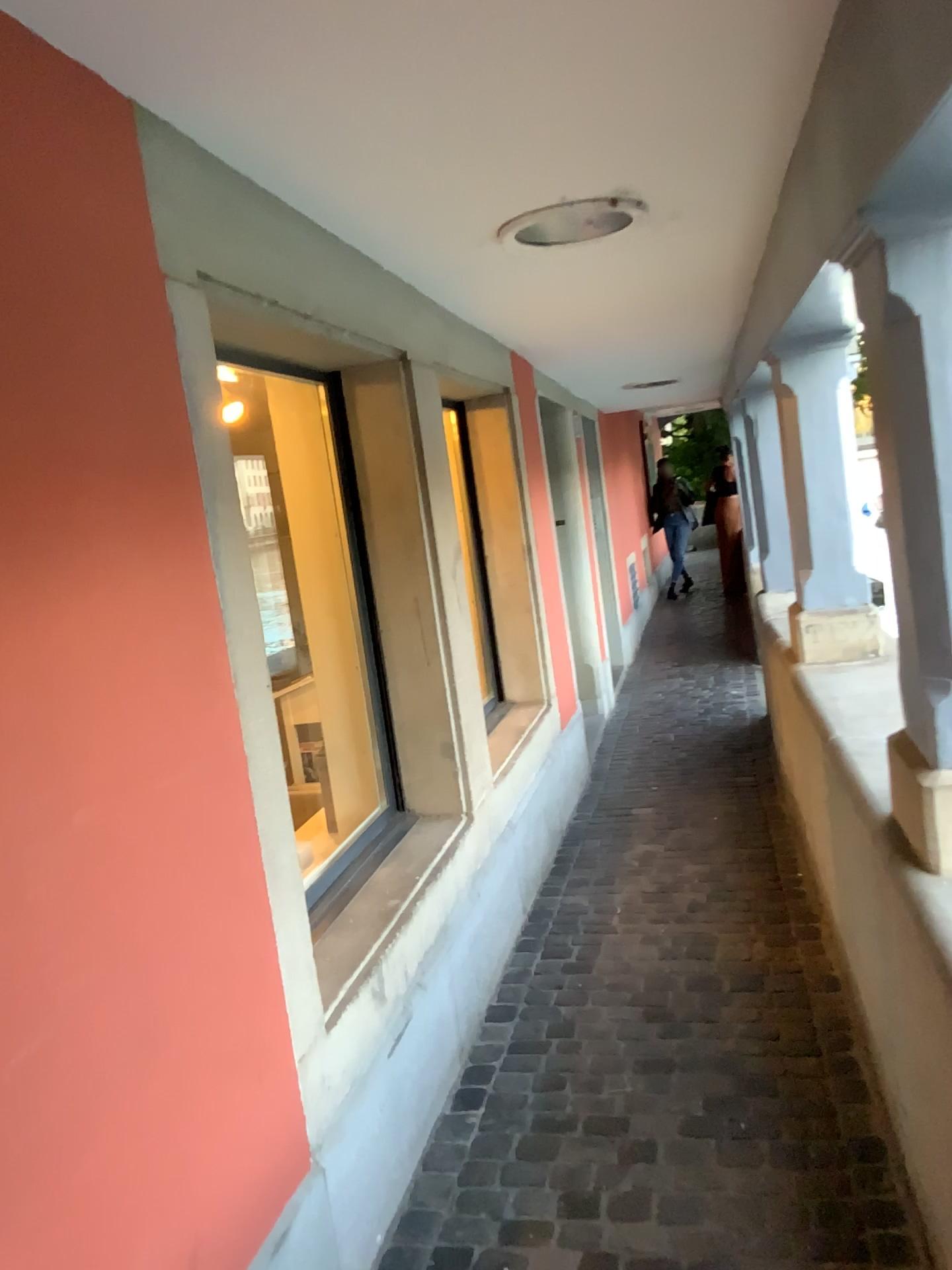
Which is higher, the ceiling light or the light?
the ceiling light

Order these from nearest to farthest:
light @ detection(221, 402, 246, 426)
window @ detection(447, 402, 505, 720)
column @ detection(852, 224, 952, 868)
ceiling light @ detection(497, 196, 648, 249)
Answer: column @ detection(852, 224, 952, 868) → ceiling light @ detection(497, 196, 648, 249) → light @ detection(221, 402, 246, 426) → window @ detection(447, 402, 505, 720)

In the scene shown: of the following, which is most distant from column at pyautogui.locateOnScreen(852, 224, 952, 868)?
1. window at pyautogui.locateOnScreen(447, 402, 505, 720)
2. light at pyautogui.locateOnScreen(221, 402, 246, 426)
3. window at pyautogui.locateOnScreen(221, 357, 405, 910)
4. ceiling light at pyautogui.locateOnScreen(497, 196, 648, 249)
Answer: window at pyautogui.locateOnScreen(447, 402, 505, 720)

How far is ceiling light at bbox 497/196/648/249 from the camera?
2.49m

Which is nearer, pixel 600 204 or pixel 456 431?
pixel 600 204

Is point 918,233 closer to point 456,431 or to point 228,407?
point 228,407

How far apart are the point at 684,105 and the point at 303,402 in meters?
1.6 m

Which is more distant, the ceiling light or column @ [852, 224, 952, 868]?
the ceiling light

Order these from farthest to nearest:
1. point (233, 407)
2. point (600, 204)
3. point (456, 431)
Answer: point (456, 431) < point (233, 407) < point (600, 204)

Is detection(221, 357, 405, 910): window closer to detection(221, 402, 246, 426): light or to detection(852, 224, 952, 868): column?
detection(221, 402, 246, 426): light
